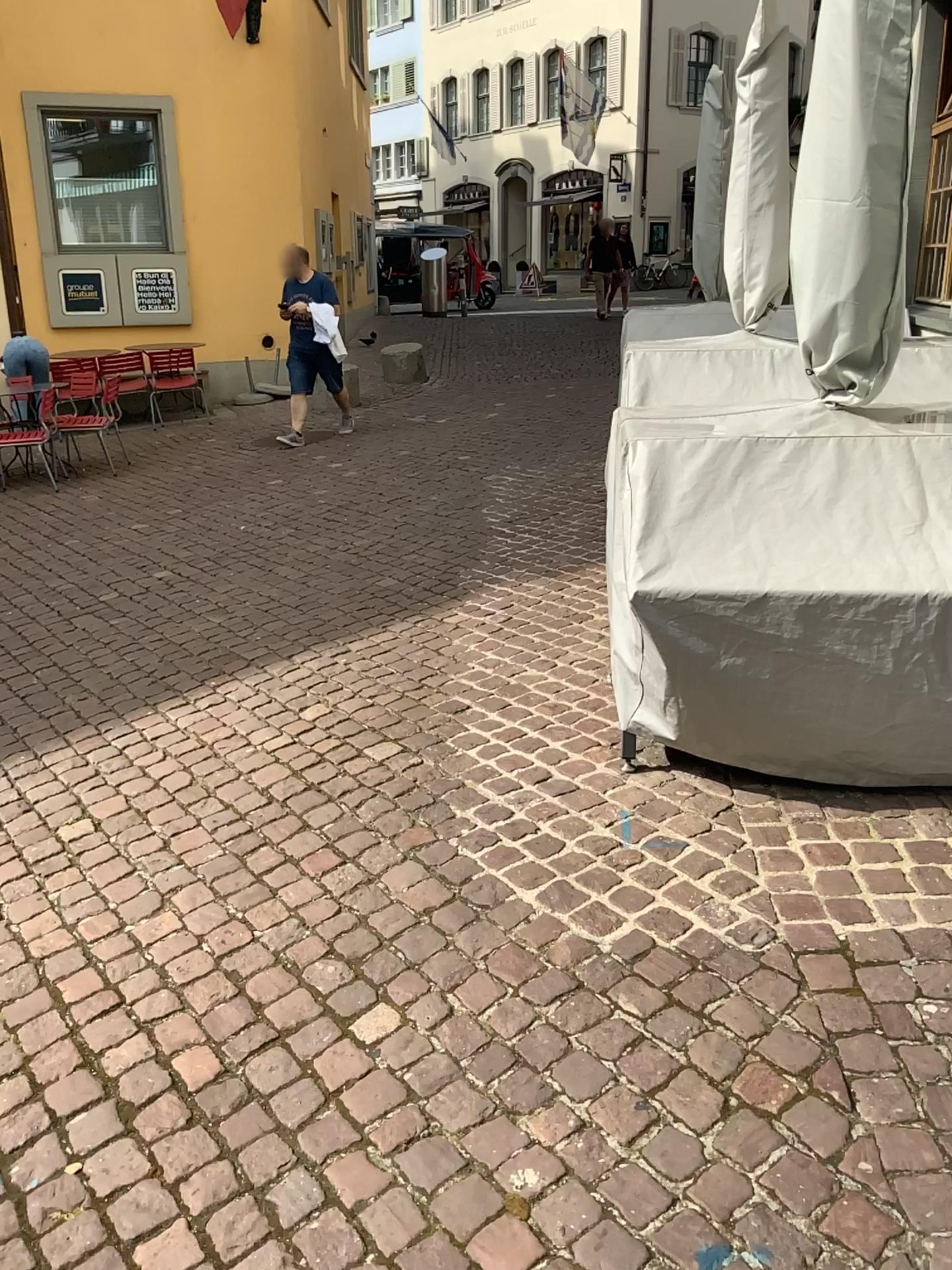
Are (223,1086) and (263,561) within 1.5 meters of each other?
no
